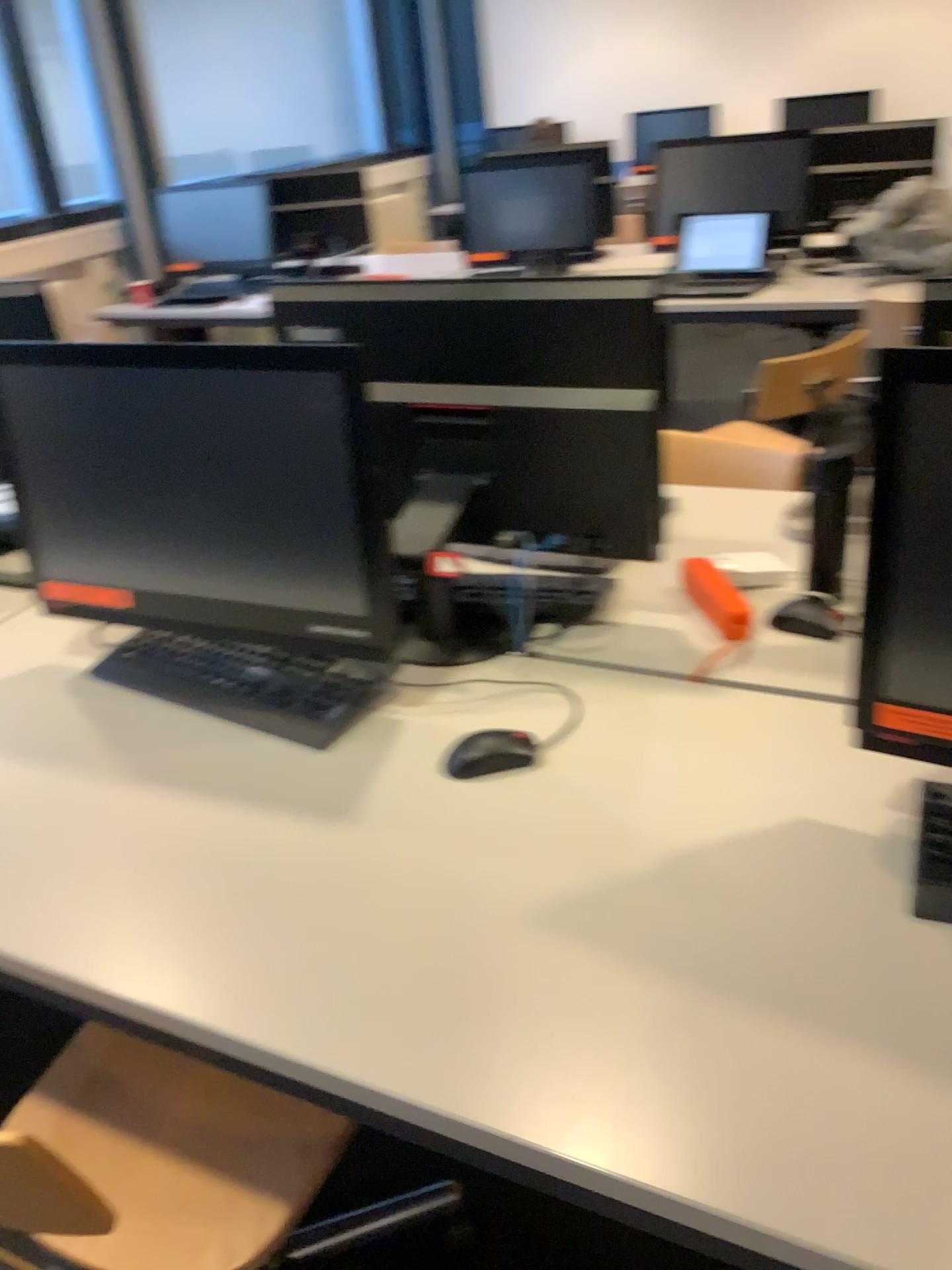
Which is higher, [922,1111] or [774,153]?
[774,153]

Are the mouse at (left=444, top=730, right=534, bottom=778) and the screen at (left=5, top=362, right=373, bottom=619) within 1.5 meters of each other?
yes

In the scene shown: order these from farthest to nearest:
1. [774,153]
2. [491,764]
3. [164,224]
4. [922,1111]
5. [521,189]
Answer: [164,224] < [521,189] < [774,153] < [491,764] < [922,1111]

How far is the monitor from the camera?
3.8 meters

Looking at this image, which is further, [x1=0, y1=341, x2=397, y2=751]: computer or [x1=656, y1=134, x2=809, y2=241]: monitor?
[x1=656, y1=134, x2=809, y2=241]: monitor

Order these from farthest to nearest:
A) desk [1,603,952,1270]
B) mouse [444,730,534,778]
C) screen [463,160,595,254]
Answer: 1. screen [463,160,595,254]
2. mouse [444,730,534,778]
3. desk [1,603,952,1270]

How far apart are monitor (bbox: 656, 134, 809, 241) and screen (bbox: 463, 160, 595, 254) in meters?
0.4

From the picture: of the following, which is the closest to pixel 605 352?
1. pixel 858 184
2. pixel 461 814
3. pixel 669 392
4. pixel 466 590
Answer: pixel 669 392

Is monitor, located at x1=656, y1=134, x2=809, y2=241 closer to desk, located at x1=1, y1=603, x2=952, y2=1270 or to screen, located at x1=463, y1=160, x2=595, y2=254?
screen, located at x1=463, y1=160, x2=595, y2=254

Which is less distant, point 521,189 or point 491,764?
point 491,764
